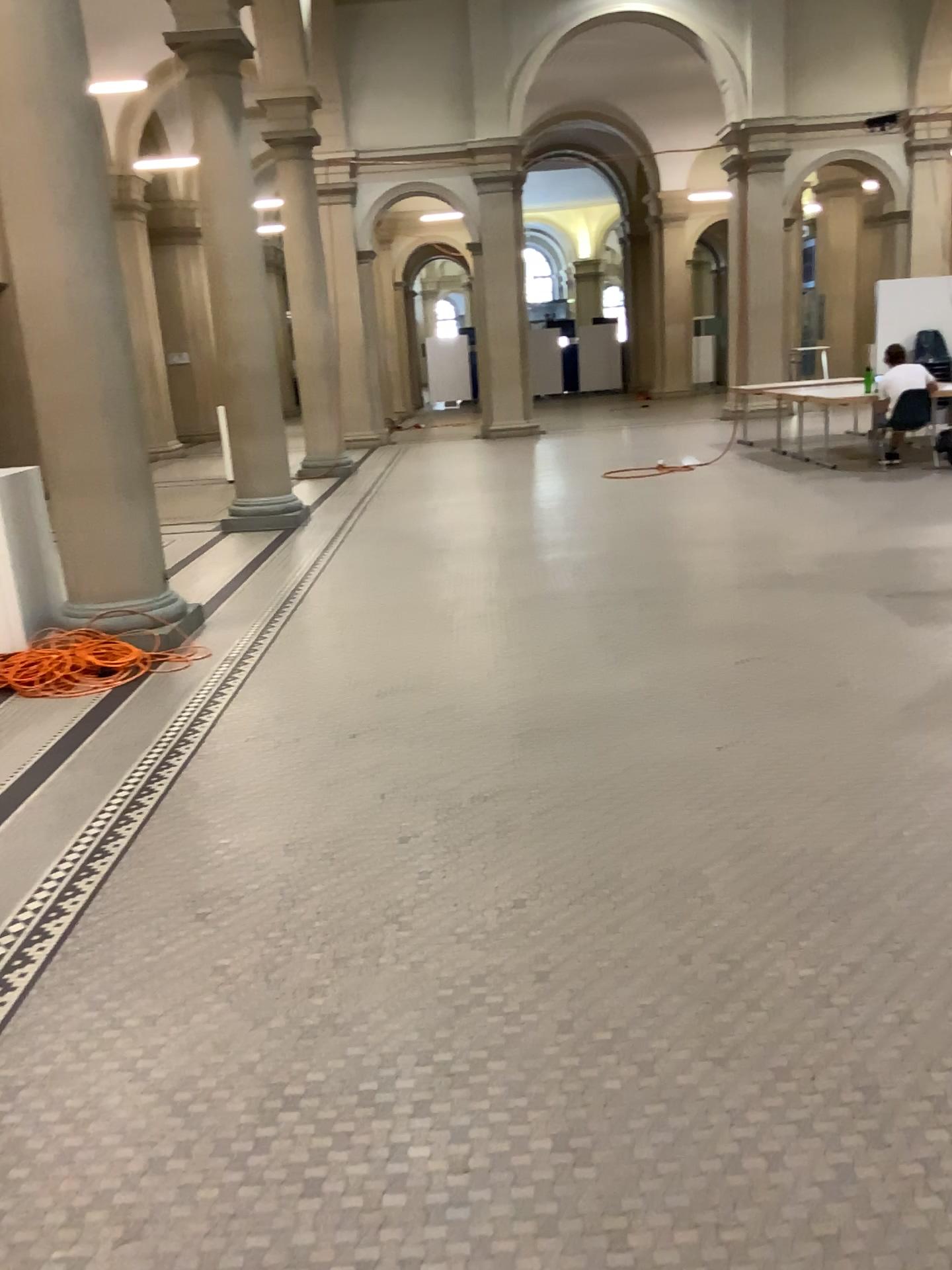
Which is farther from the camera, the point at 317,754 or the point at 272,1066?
the point at 317,754
